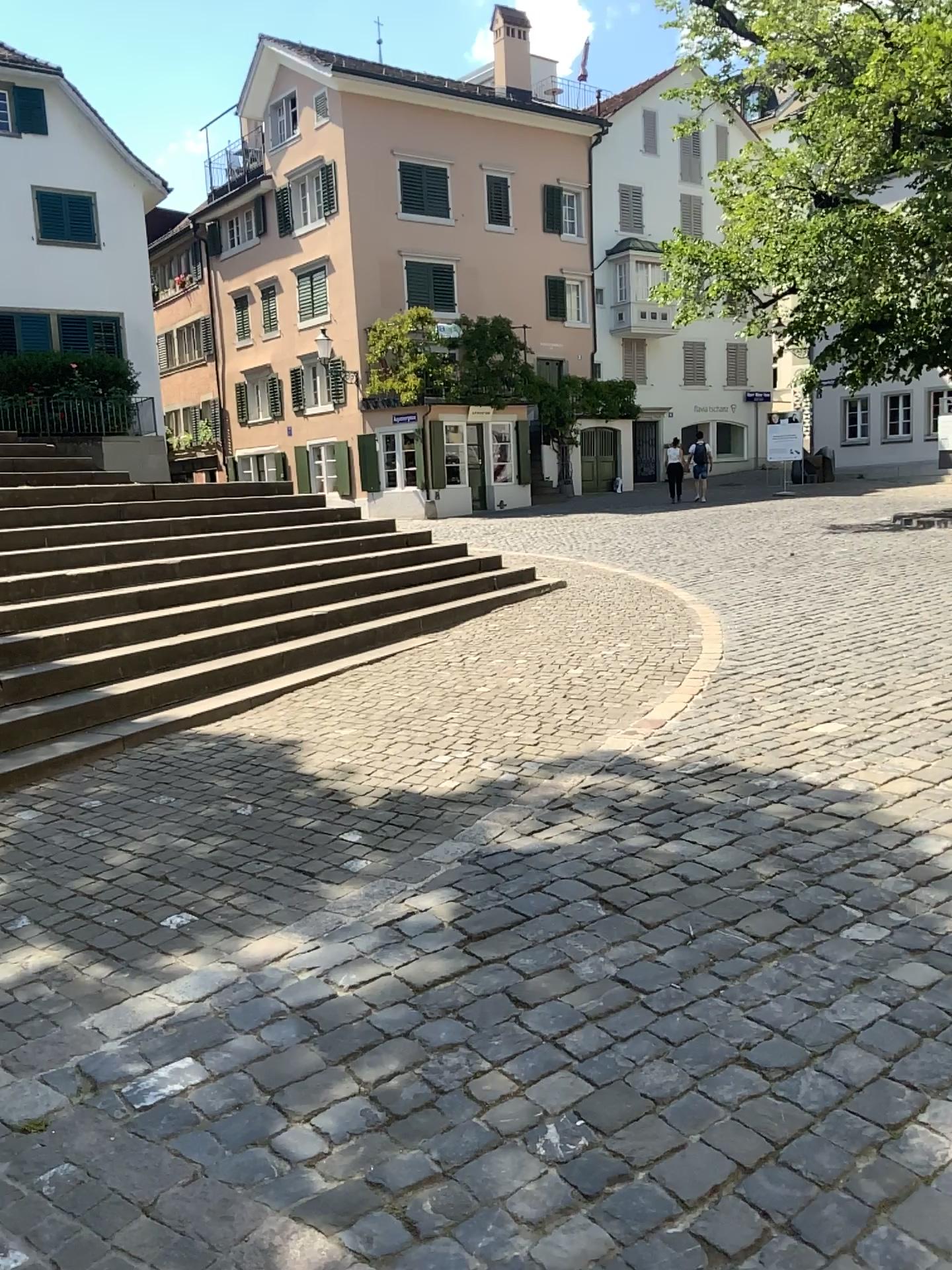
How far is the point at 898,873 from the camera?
3.6 meters
